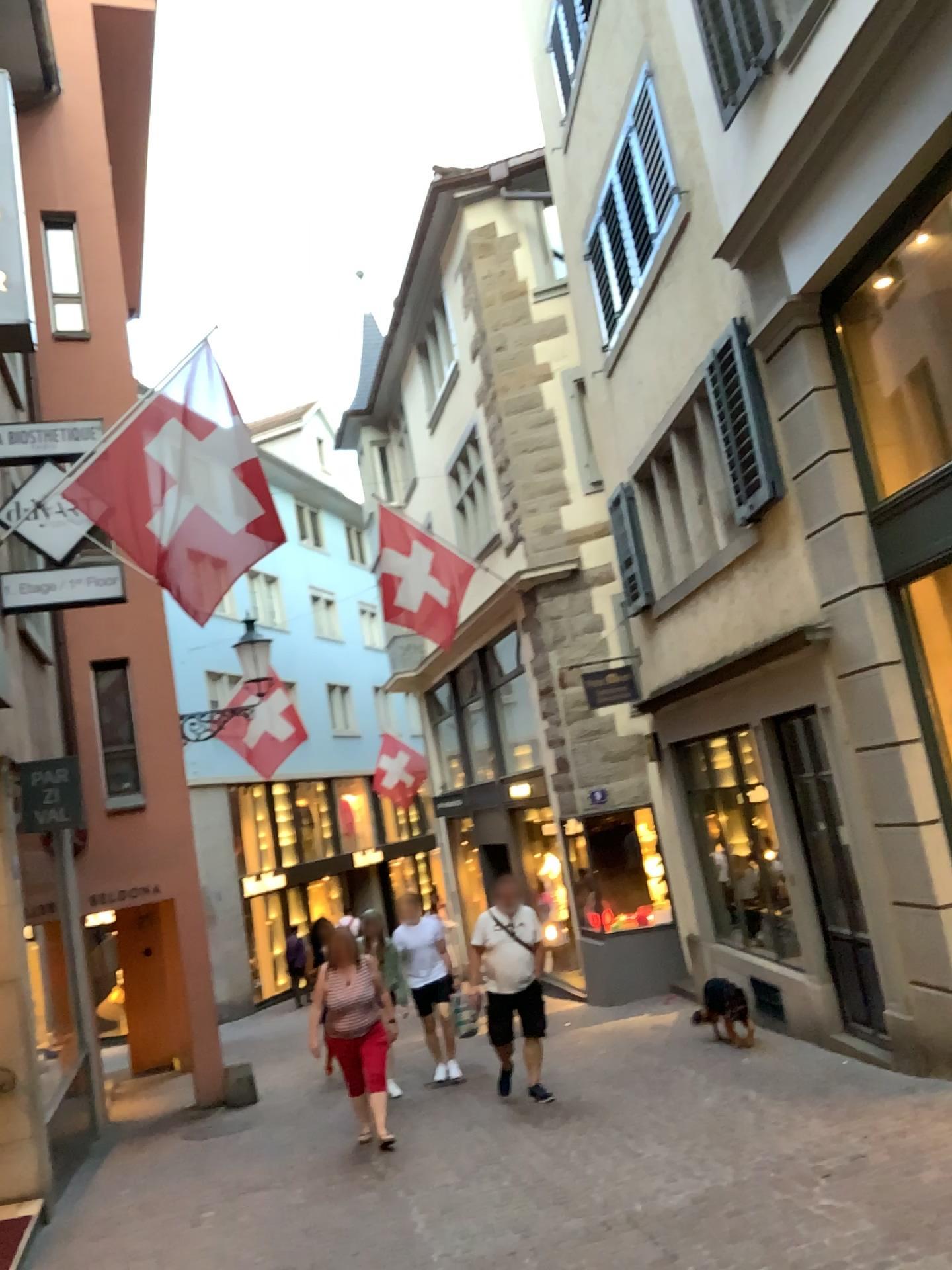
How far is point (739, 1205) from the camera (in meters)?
4.71
